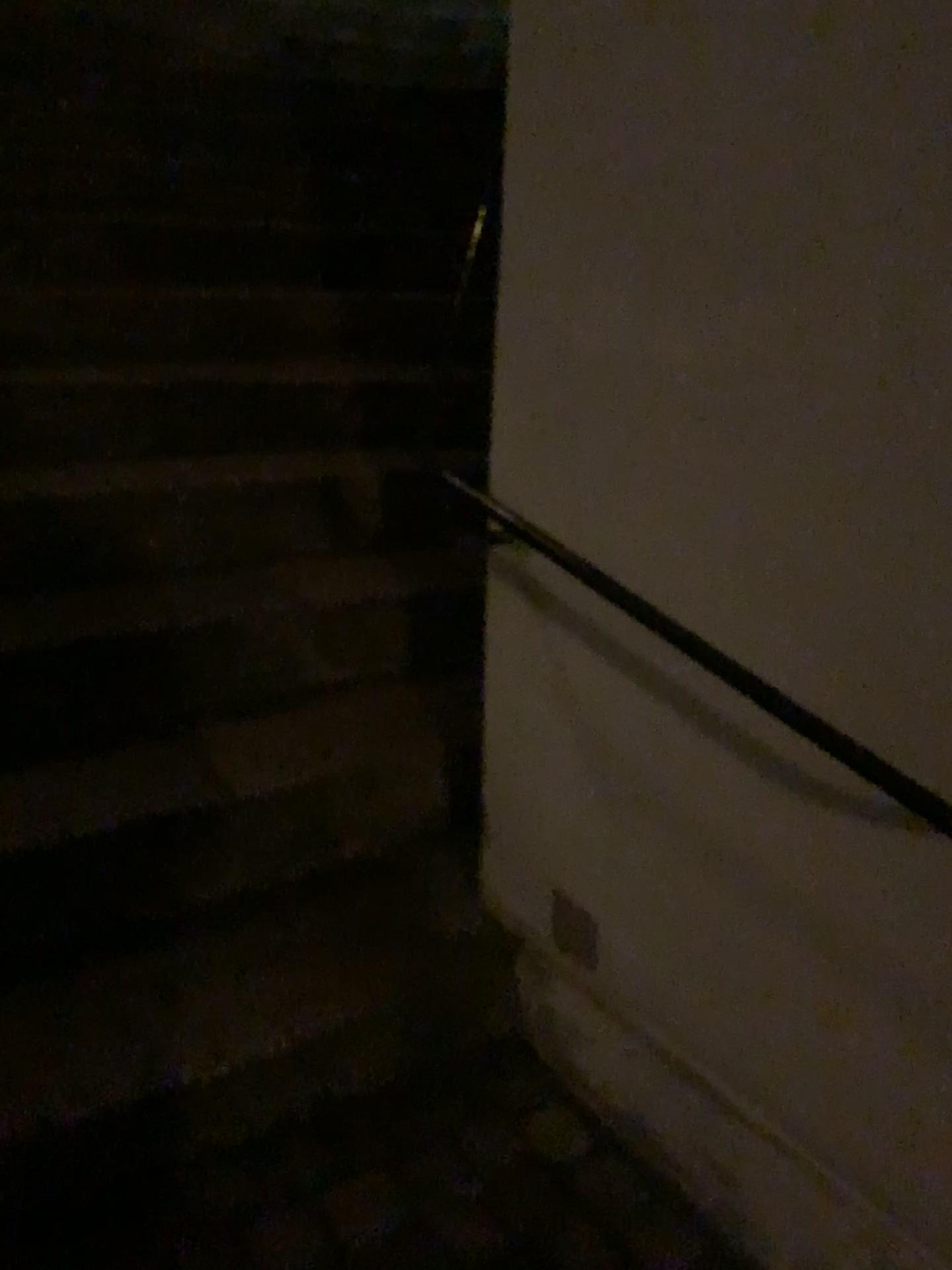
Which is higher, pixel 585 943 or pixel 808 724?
pixel 808 724

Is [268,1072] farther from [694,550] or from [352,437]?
[352,437]

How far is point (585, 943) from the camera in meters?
1.5

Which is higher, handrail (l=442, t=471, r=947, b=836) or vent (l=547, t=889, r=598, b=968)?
handrail (l=442, t=471, r=947, b=836)

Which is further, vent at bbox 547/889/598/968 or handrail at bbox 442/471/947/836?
vent at bbox 547/889/598/968

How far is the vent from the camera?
1.5m

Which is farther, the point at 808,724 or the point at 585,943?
the point at 585,943
